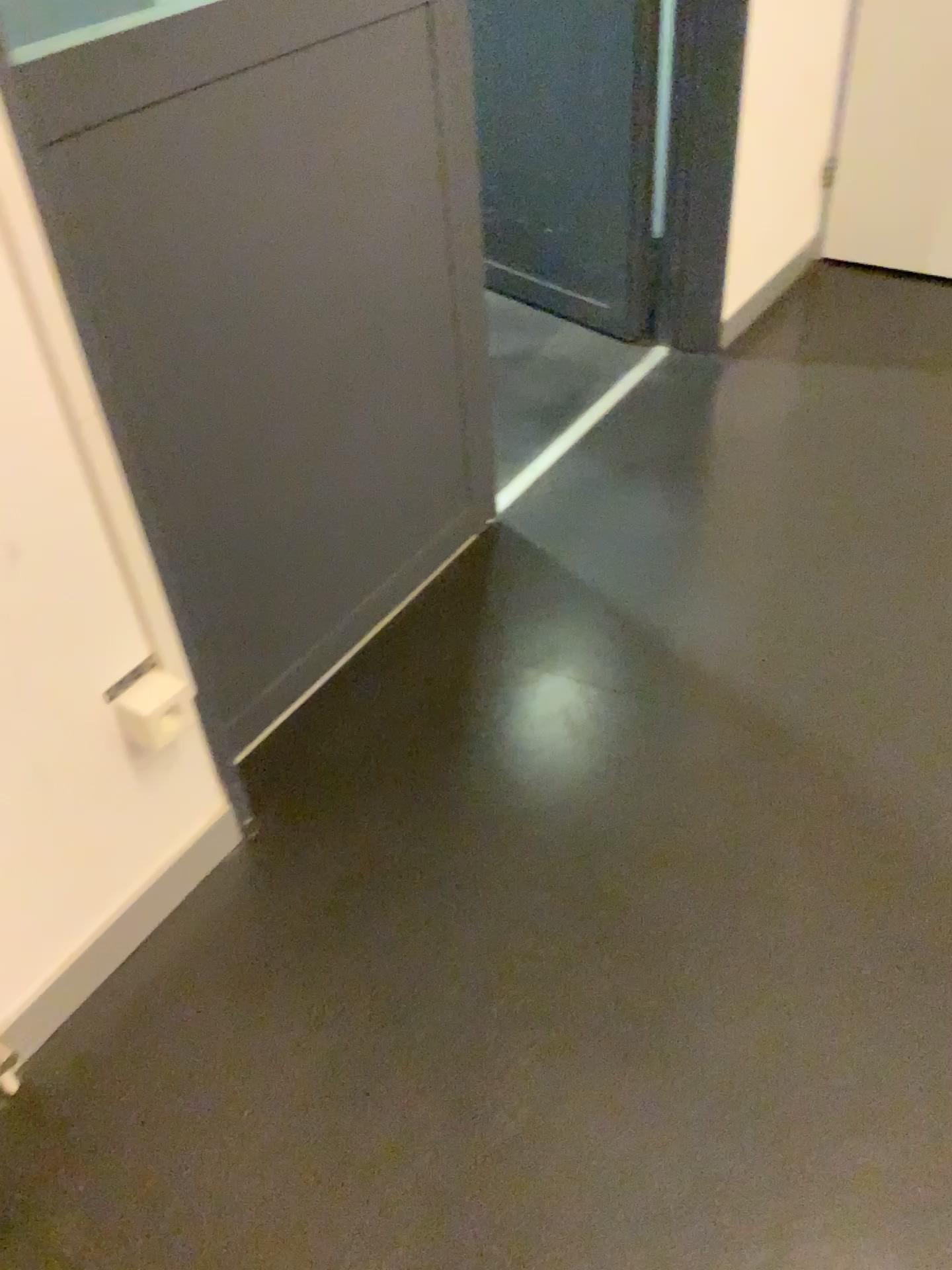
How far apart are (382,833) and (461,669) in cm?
37

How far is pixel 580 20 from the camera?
2.5 meters

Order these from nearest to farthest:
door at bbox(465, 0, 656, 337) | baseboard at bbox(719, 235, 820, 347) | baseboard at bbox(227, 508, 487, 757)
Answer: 1. baseboard at bbox(227, 508, 487, 757)
2. door at bbox(465, 0, 656, 337)
3. baseboard at bbox(719, 235, 820, 347)

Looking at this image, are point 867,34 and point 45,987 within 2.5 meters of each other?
no

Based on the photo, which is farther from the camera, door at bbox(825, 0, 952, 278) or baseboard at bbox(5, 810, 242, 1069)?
door at bbox(825, 0, 952, 278)

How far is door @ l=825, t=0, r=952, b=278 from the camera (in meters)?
2.70

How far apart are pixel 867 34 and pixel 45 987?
2.8 meters

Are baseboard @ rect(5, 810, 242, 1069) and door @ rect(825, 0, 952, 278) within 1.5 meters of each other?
no

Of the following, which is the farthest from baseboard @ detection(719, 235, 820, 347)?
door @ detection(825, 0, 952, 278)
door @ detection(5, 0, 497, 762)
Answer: door @ detection(5, 0, 497, 762)

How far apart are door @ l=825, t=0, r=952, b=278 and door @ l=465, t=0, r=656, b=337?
0.7m
